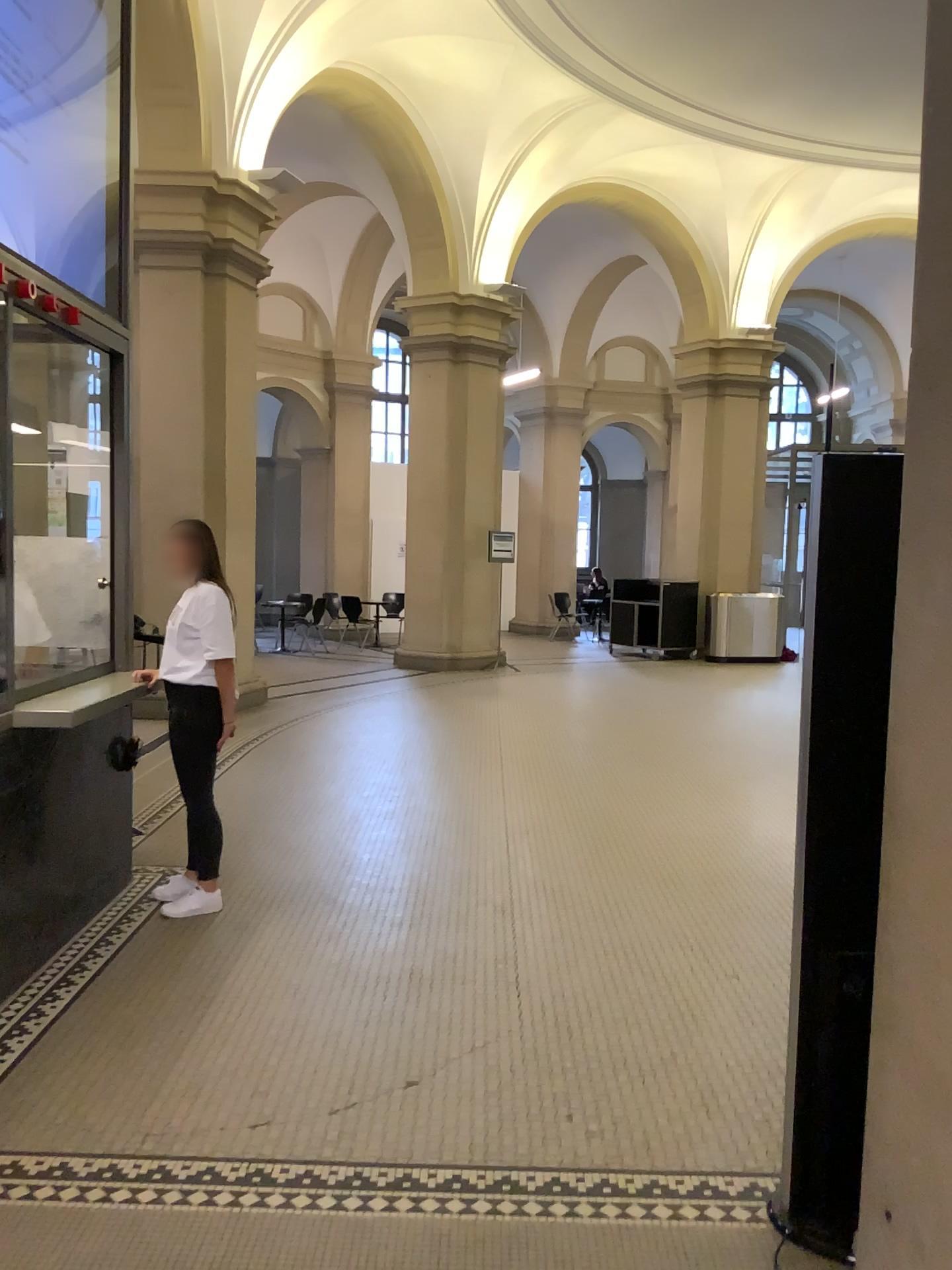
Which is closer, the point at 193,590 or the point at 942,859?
the point at 942,859

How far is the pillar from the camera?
1.6m

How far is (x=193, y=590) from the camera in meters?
4.3 m

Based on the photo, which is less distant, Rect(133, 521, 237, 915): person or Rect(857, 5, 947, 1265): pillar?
Rect(857, 5, 947, 1265): pillar

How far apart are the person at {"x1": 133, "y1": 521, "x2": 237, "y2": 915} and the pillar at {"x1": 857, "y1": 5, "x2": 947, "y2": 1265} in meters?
3.1 m

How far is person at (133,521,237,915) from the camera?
4.3 meters

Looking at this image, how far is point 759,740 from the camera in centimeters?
770cm

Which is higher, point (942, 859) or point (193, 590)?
point (193, 590)
